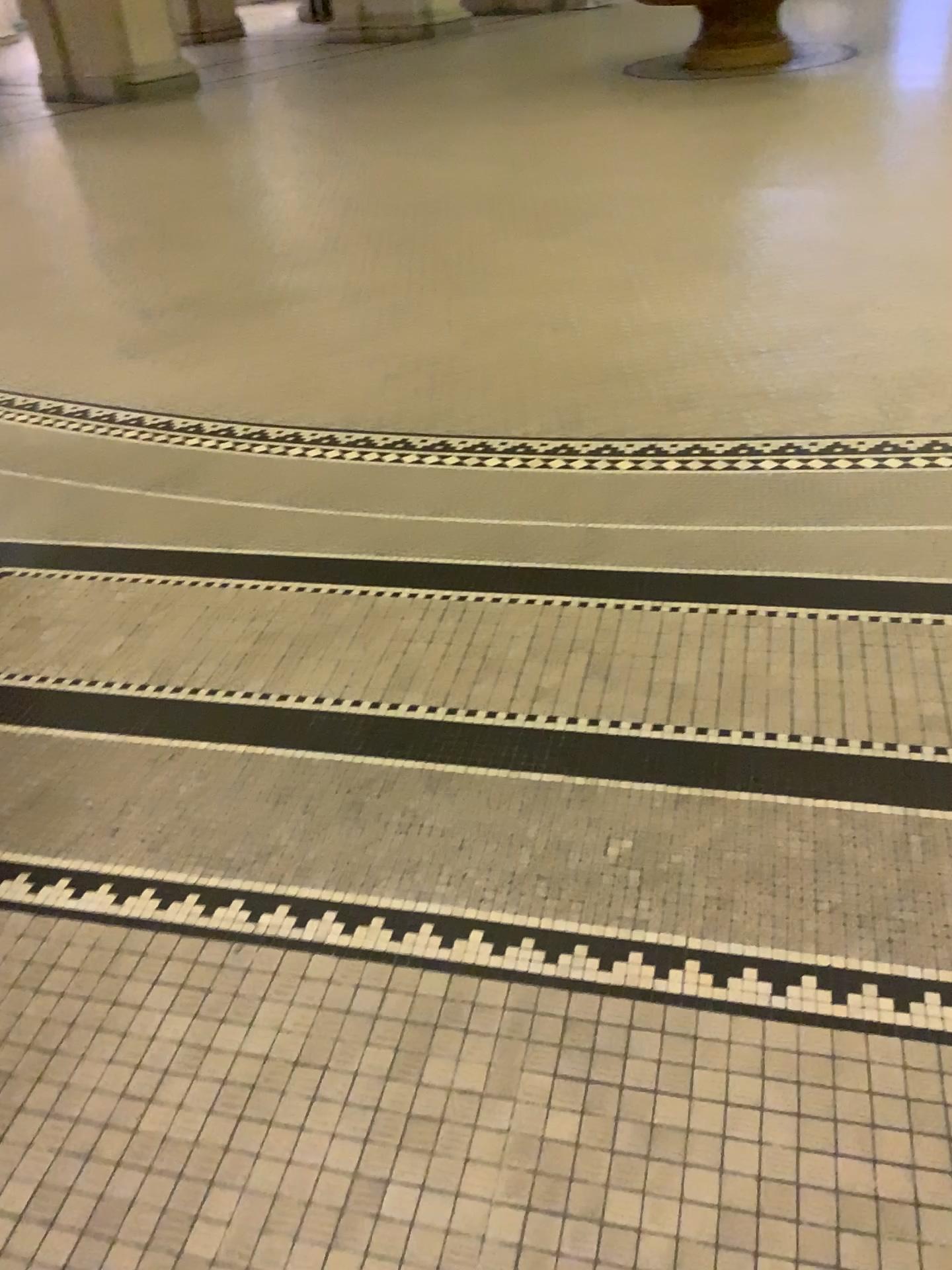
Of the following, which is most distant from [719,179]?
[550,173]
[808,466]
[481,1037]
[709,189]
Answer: [481,1037]
